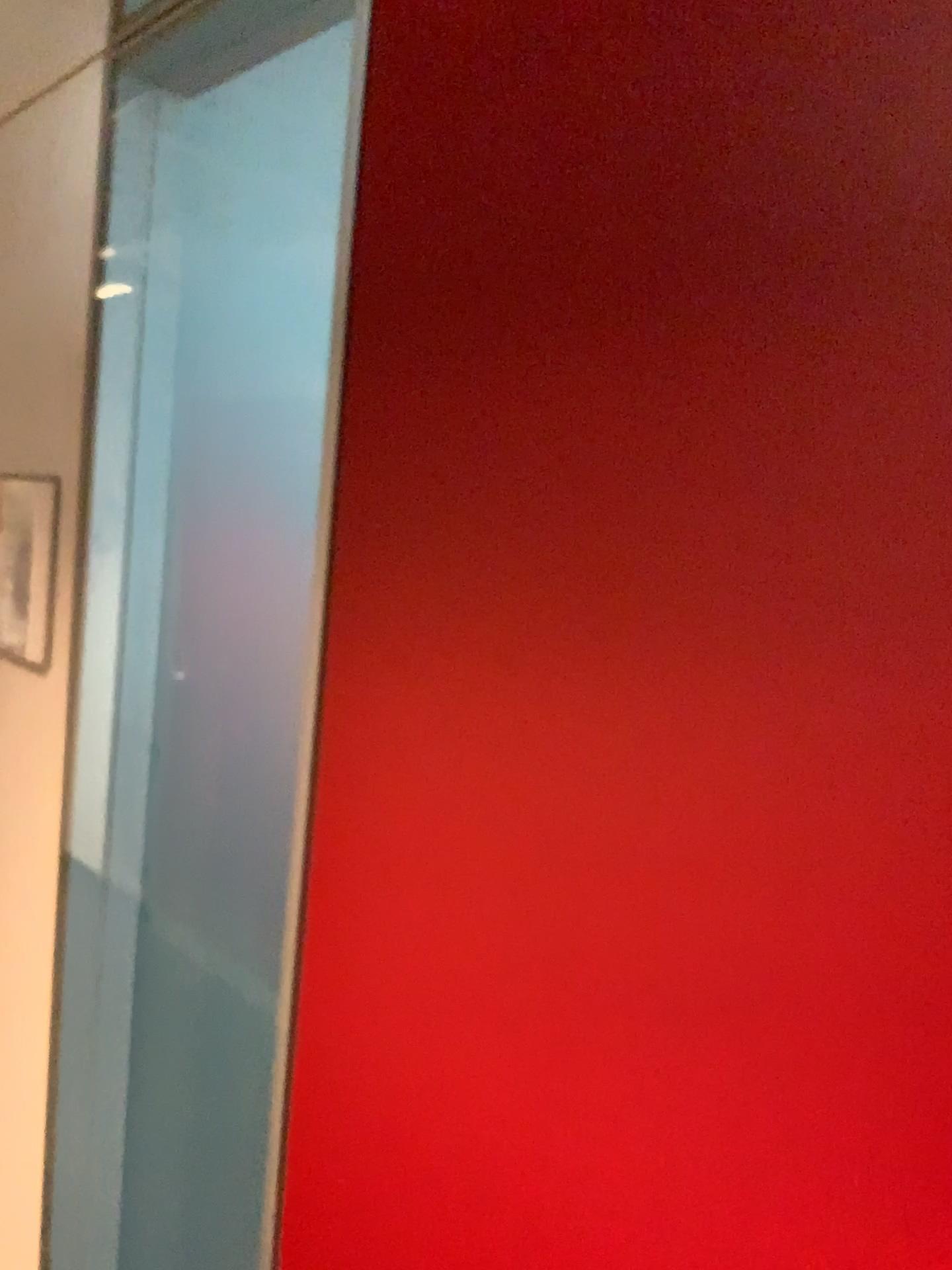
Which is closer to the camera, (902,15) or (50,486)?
(902,15)

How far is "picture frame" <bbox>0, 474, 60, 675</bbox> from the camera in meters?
1.3 m

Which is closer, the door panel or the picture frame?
the door panel

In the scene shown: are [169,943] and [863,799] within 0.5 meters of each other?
no

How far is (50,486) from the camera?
1.3m
